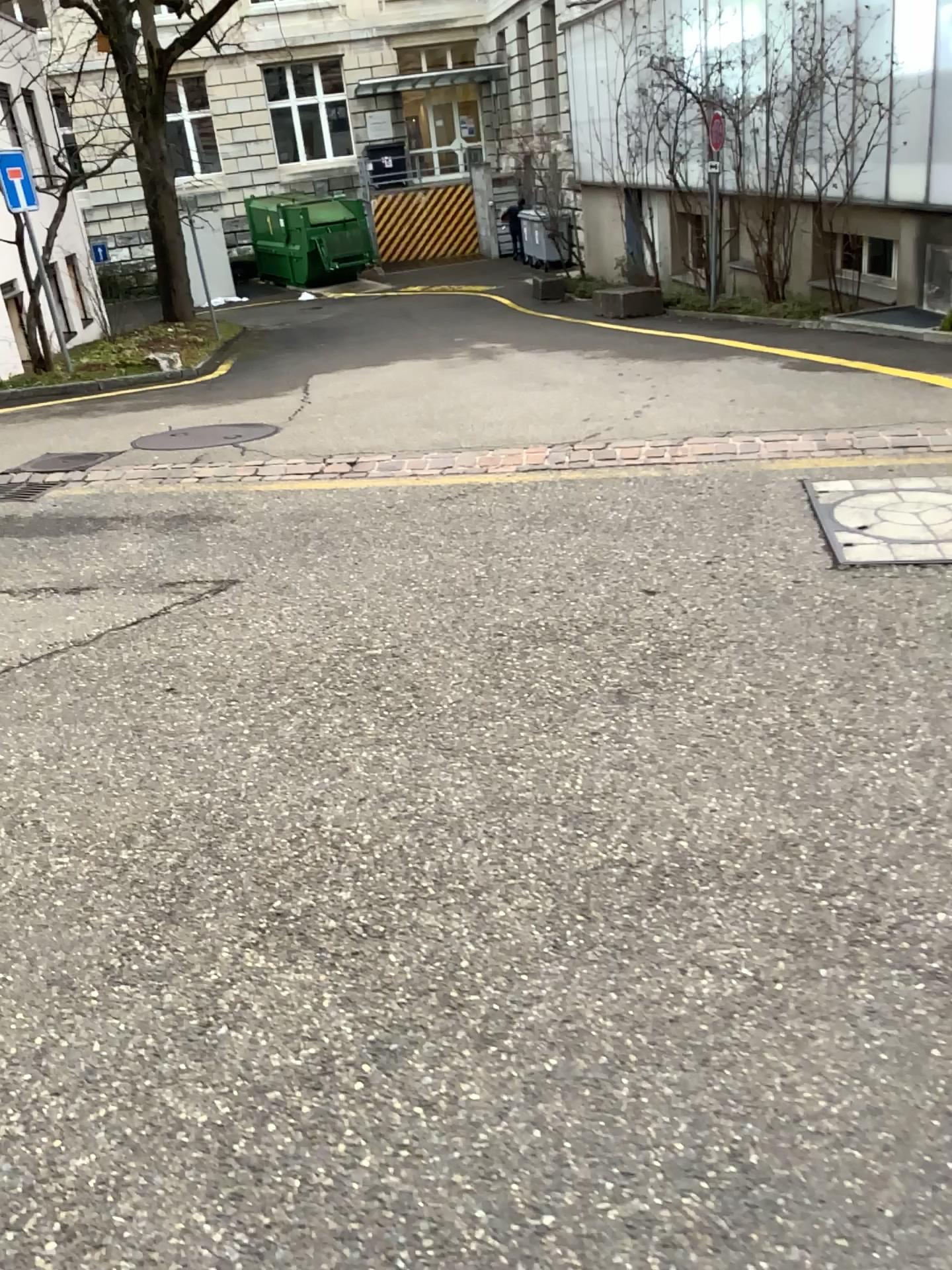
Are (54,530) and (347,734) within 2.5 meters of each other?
no
